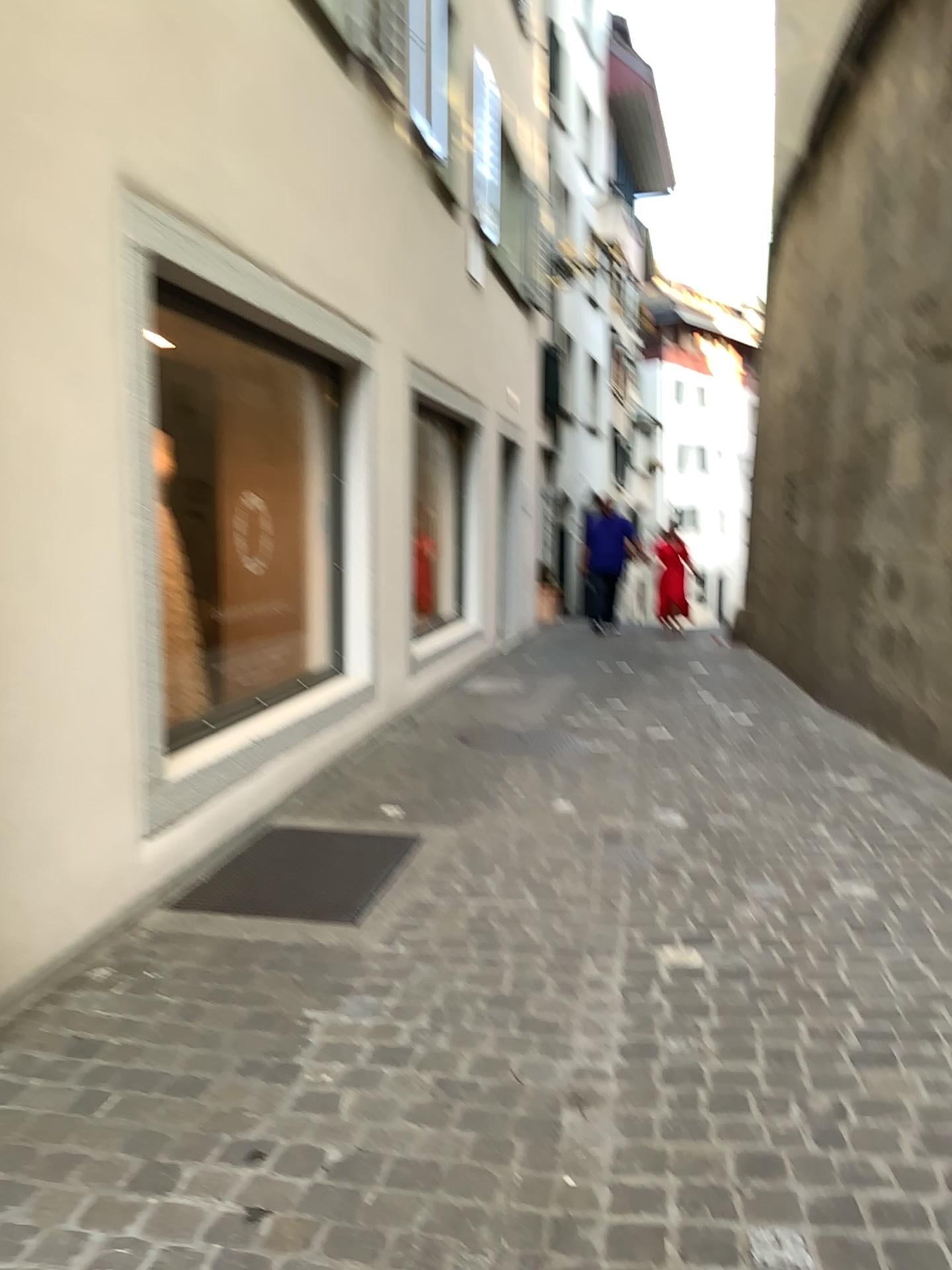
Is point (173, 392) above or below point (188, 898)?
above

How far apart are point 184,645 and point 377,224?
2.9m

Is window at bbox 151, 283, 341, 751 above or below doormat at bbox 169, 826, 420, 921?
Result: above
